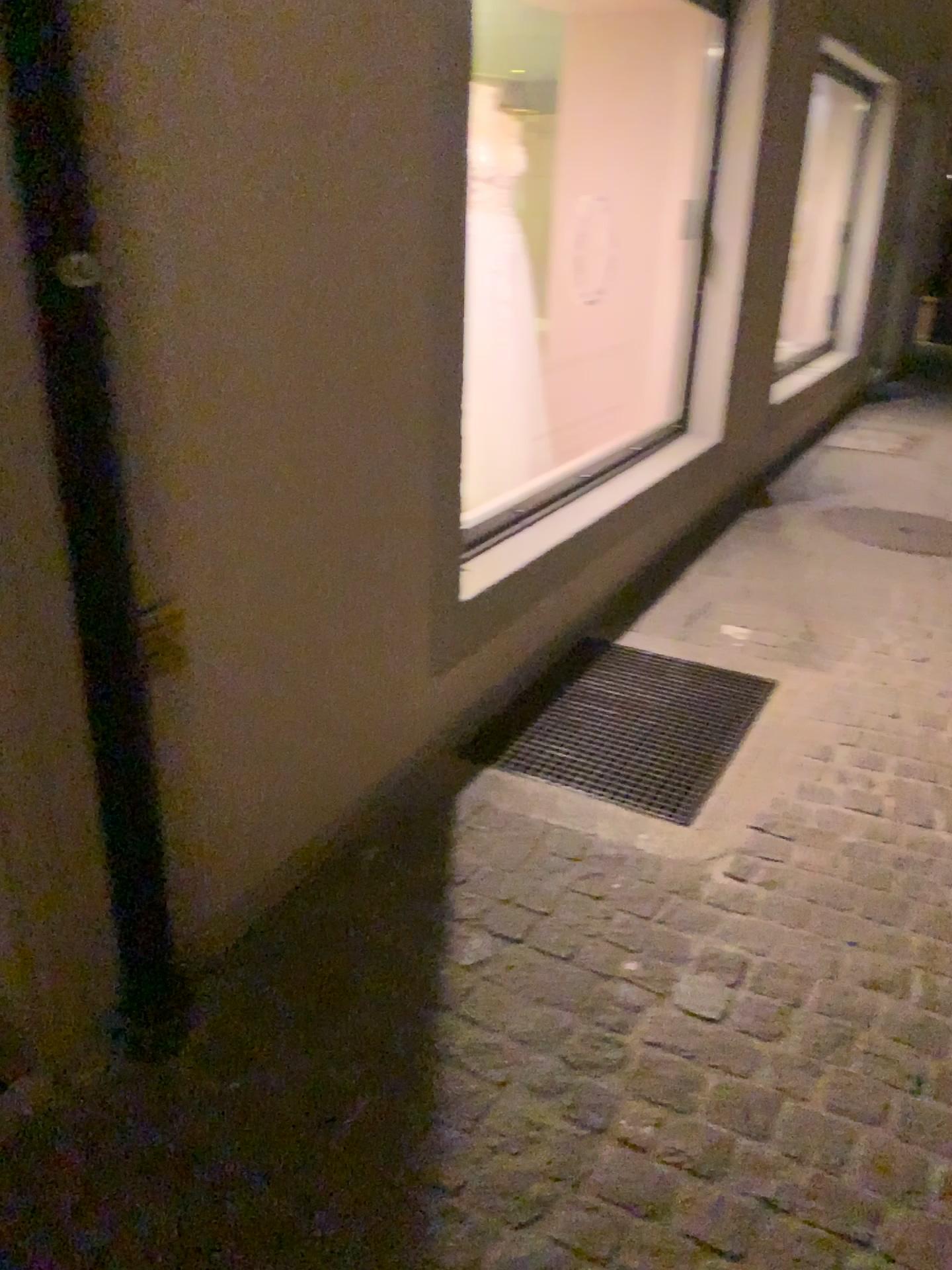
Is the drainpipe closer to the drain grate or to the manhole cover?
the drain grate

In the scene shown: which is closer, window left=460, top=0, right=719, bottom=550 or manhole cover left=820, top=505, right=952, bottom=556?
window left=460, top=0, right=719, bottom=550

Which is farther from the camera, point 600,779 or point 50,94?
point 600,779

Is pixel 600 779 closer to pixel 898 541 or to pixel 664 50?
pixel 898 541

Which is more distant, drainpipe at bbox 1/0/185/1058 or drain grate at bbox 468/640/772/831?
drain grate at bbox 468/640/772/831

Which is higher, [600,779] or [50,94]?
[50,94]

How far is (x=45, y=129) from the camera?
1.23m

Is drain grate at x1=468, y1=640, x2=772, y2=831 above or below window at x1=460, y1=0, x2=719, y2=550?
below

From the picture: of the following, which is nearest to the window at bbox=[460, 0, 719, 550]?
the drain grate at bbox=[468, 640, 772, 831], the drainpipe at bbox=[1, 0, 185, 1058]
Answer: the drain grate at bbox=[468, 640, 772, 831]

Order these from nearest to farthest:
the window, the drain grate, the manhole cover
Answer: the drain grate → the window → the manhole cover
